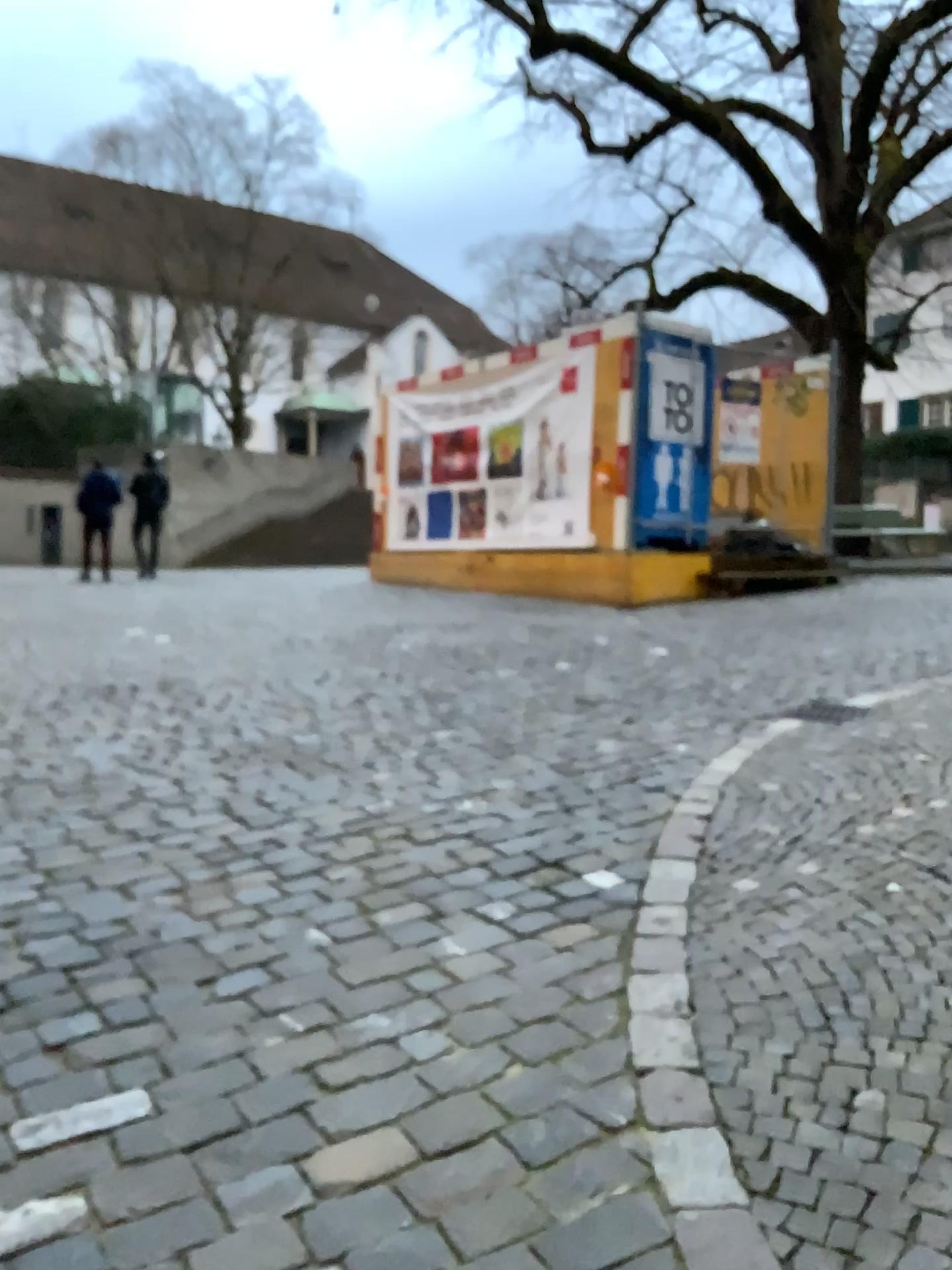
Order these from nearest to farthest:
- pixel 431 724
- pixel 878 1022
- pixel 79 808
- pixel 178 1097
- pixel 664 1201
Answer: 1. pixel 664 1201
2. pixel 178 1097
3. pixel 878 1022
4. pixel 79 808
5. pixel 431 724
